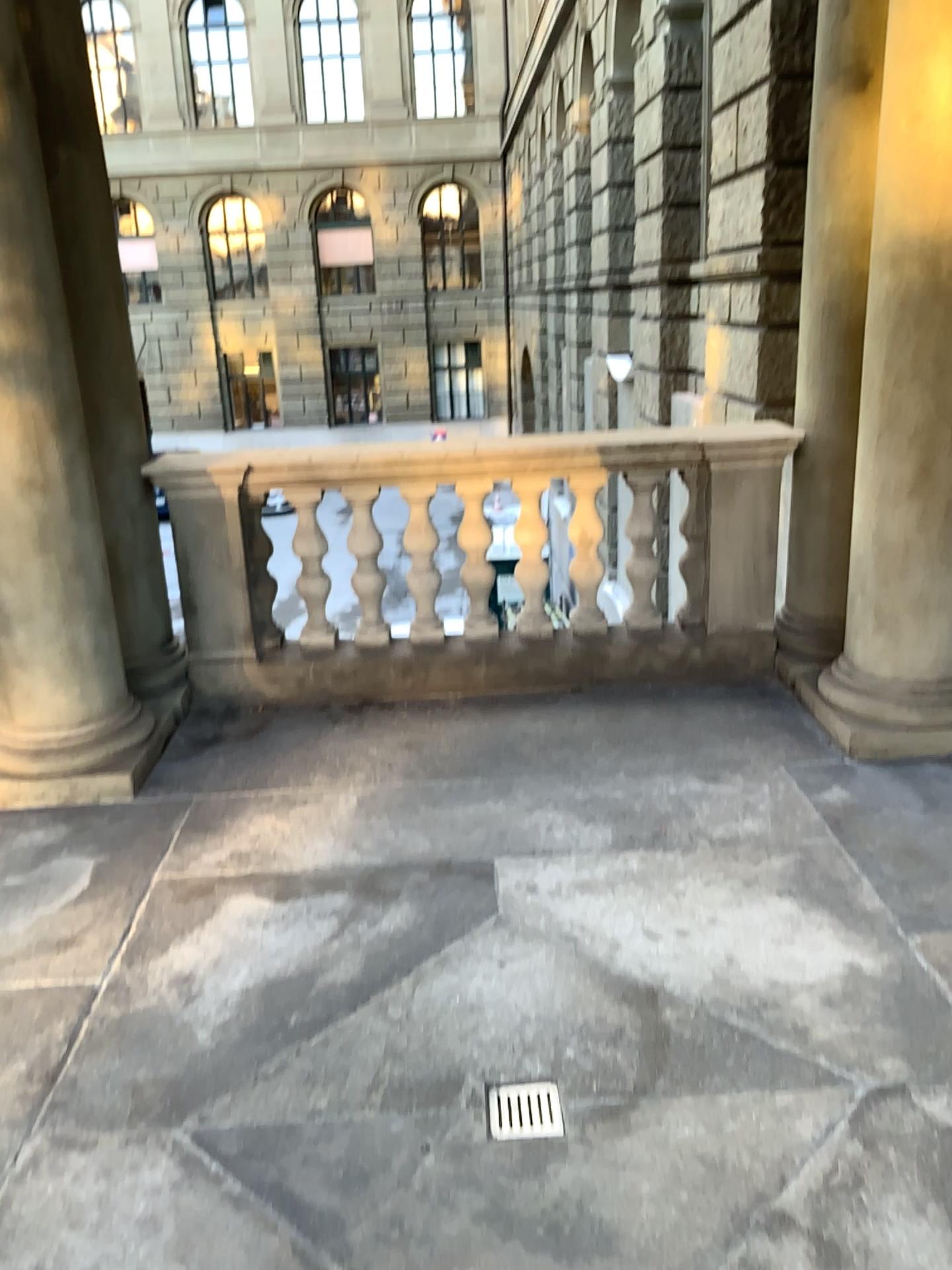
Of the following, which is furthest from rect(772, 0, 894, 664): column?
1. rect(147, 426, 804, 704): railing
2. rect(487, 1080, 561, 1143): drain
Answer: rect(487, 1080, 561, 1143): drain

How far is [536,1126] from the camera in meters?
2.1

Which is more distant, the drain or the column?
the column

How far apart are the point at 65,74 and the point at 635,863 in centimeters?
322cm

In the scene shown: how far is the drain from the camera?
2.1m

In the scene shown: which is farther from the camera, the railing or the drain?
the railing

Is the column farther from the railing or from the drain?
the drain

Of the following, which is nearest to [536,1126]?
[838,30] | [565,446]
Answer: [565,446]

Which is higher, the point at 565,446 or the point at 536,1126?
the point at 565,446
